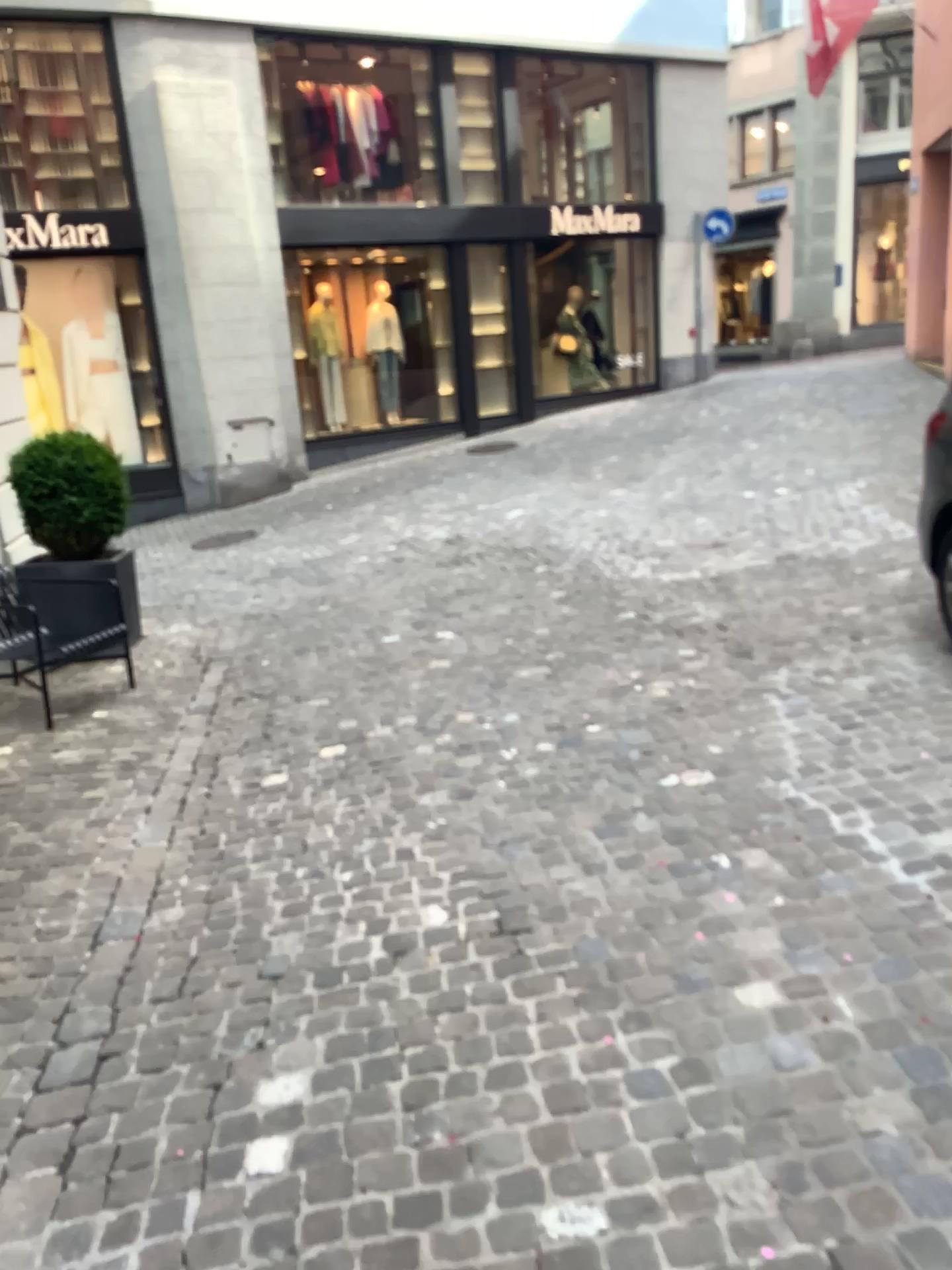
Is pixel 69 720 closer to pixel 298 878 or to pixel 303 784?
pixel 303 784
